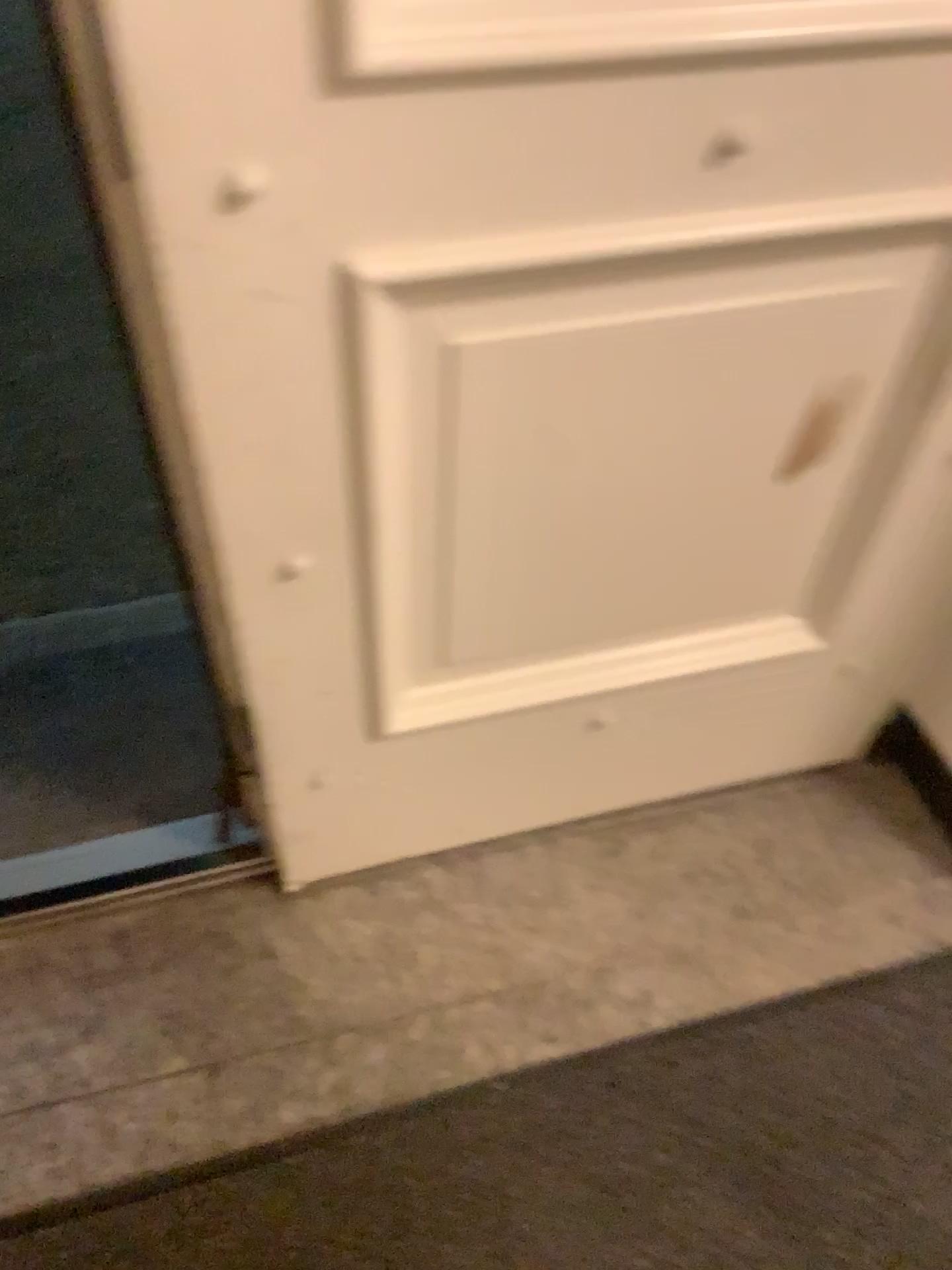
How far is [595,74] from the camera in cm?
70

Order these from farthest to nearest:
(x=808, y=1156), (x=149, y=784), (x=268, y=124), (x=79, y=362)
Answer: (x=79, y=362) → (x=149, y=784) → (x=808, y=1156) → (x=268, y=124)

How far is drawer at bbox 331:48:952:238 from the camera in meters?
0.7 m

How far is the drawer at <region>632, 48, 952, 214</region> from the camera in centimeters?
74cm

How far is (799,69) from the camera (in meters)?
0.74
